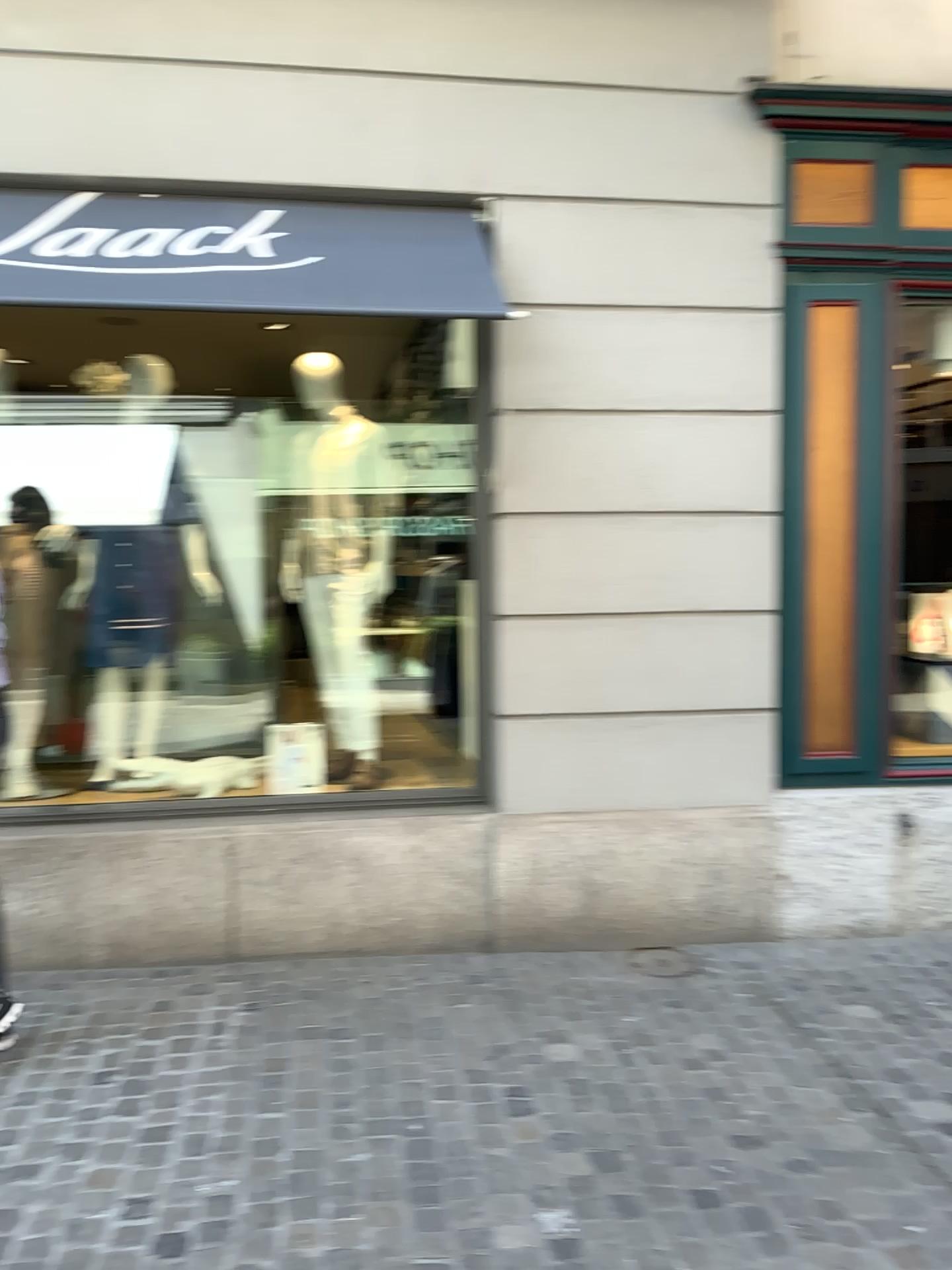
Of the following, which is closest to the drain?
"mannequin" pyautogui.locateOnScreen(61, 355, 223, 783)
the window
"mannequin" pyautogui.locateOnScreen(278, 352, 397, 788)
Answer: the window

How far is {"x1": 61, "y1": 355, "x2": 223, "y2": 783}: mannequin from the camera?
4.4 meters

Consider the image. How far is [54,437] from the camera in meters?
4.4 m

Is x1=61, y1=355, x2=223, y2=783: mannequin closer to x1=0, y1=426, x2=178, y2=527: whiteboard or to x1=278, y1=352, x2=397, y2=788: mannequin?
x1=0, y1=426, x2=178, y2=527: whiteboard

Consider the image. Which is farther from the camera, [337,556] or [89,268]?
[337,556]

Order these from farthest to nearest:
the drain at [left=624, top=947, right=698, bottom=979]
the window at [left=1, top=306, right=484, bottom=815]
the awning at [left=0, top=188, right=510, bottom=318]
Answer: the window at [left=1, top=306, right=484, bottom=815] → the drain at [left=624, top=947, right=698, bottom=979] → the awning at [left=0, top=188, right=510, bottom=318]

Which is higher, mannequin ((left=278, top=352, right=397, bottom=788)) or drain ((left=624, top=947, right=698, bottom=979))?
mannequin ((left=278, top=352, right=397, bottom=788))

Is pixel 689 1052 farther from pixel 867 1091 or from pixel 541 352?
pixel 541 352

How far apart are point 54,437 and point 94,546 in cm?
49

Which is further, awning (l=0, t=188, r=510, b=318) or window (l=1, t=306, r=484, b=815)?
window (l=1, t=306, r=484, b=815)
